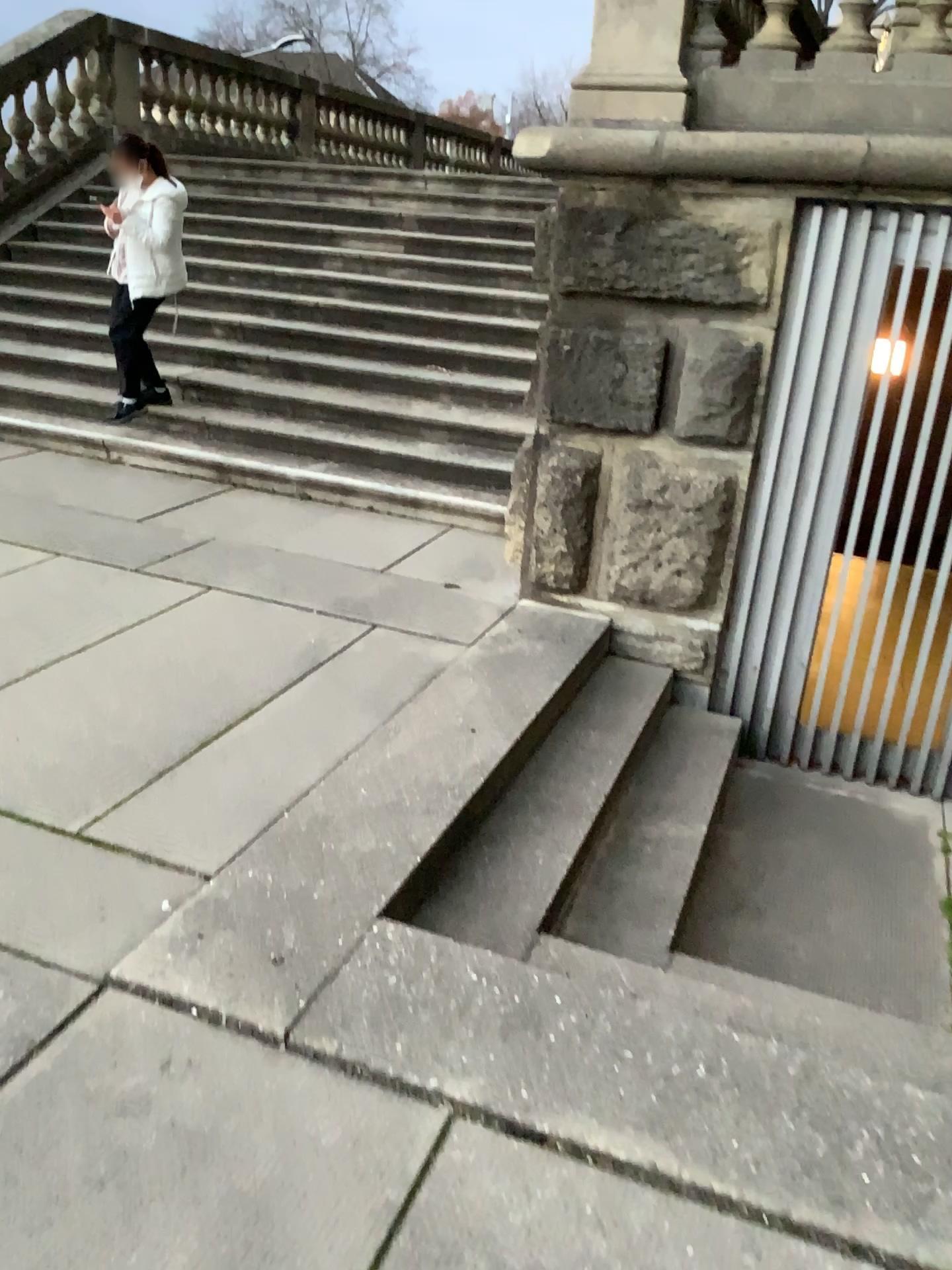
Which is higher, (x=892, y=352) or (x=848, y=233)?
(x=848, y=233)

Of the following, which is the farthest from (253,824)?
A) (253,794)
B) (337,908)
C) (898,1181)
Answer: (898,1181)
